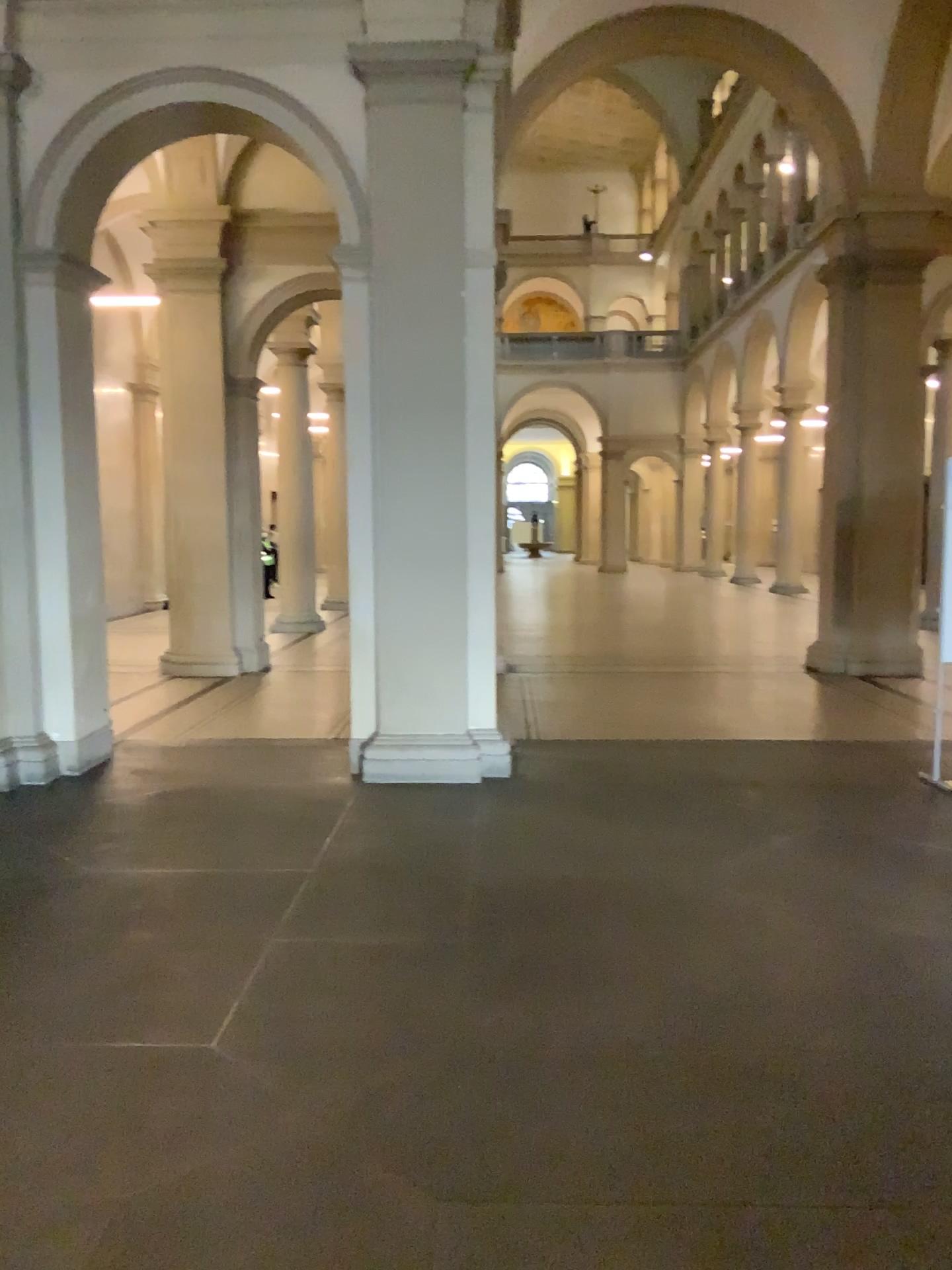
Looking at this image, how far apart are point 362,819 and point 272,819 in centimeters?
46cm
